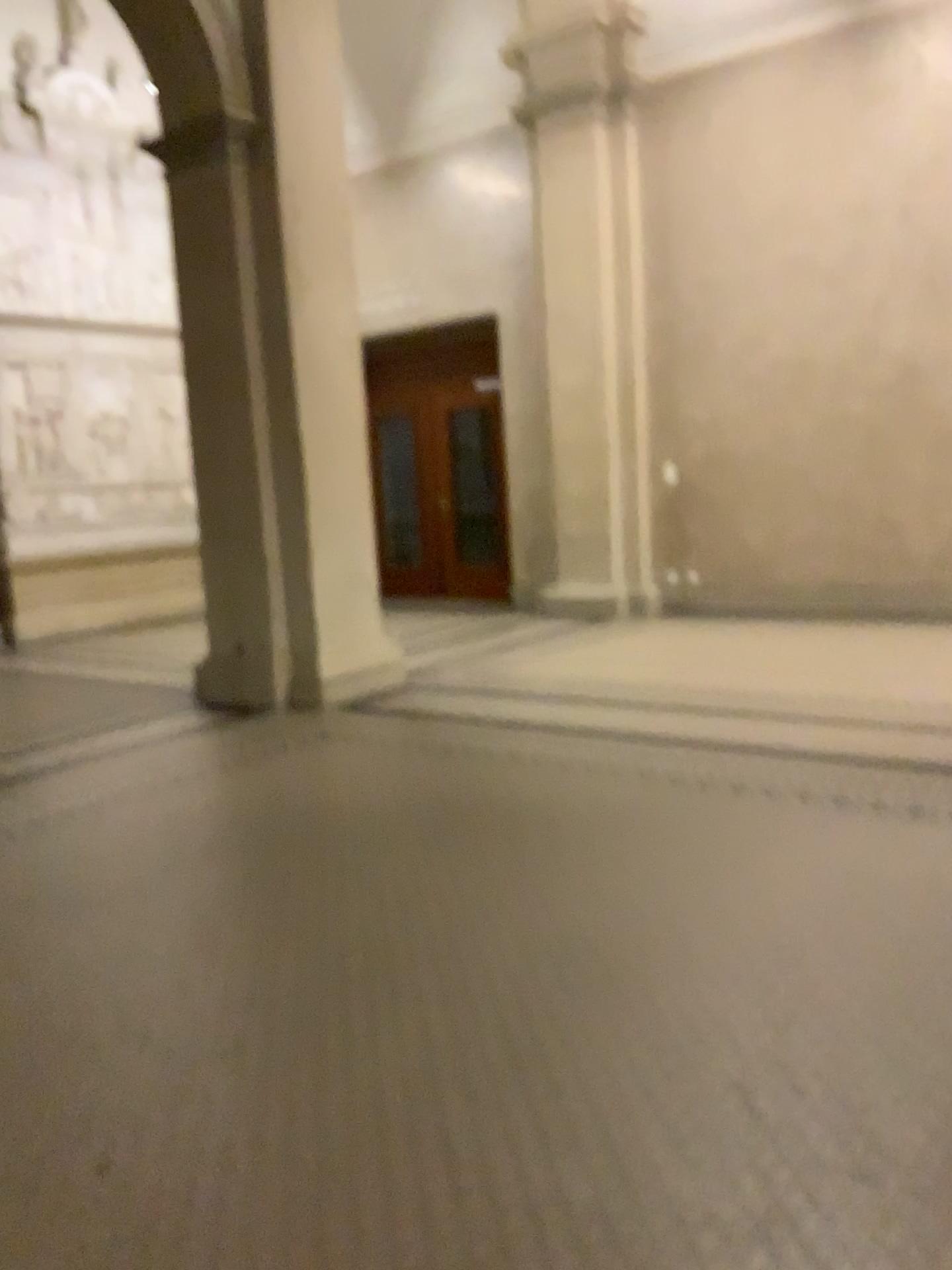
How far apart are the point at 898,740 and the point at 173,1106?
3.2m
